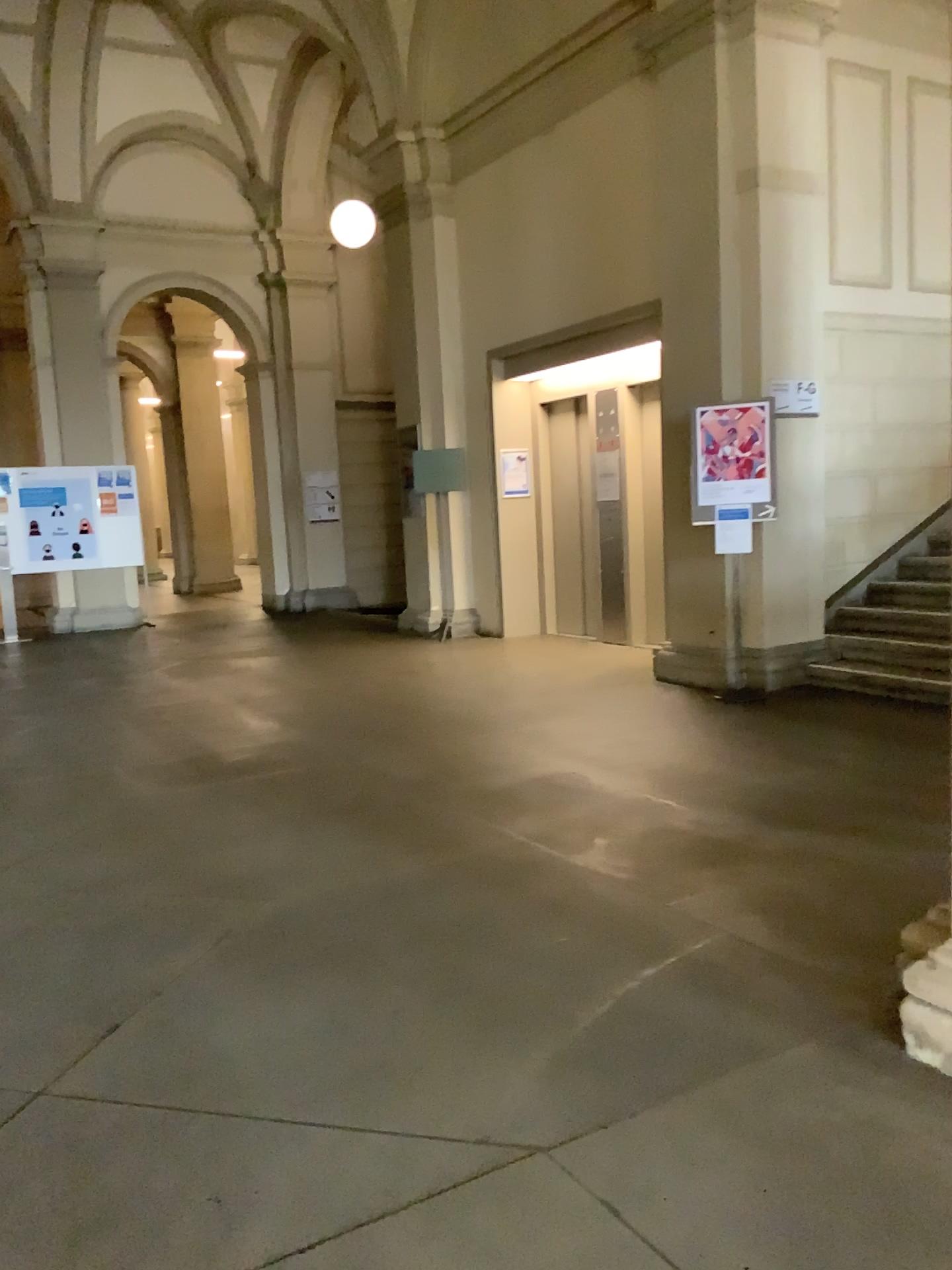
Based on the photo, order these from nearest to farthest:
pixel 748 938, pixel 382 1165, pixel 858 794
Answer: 1. pixel 382 1165
2. pixel 748 938
3. pixel 858 794
